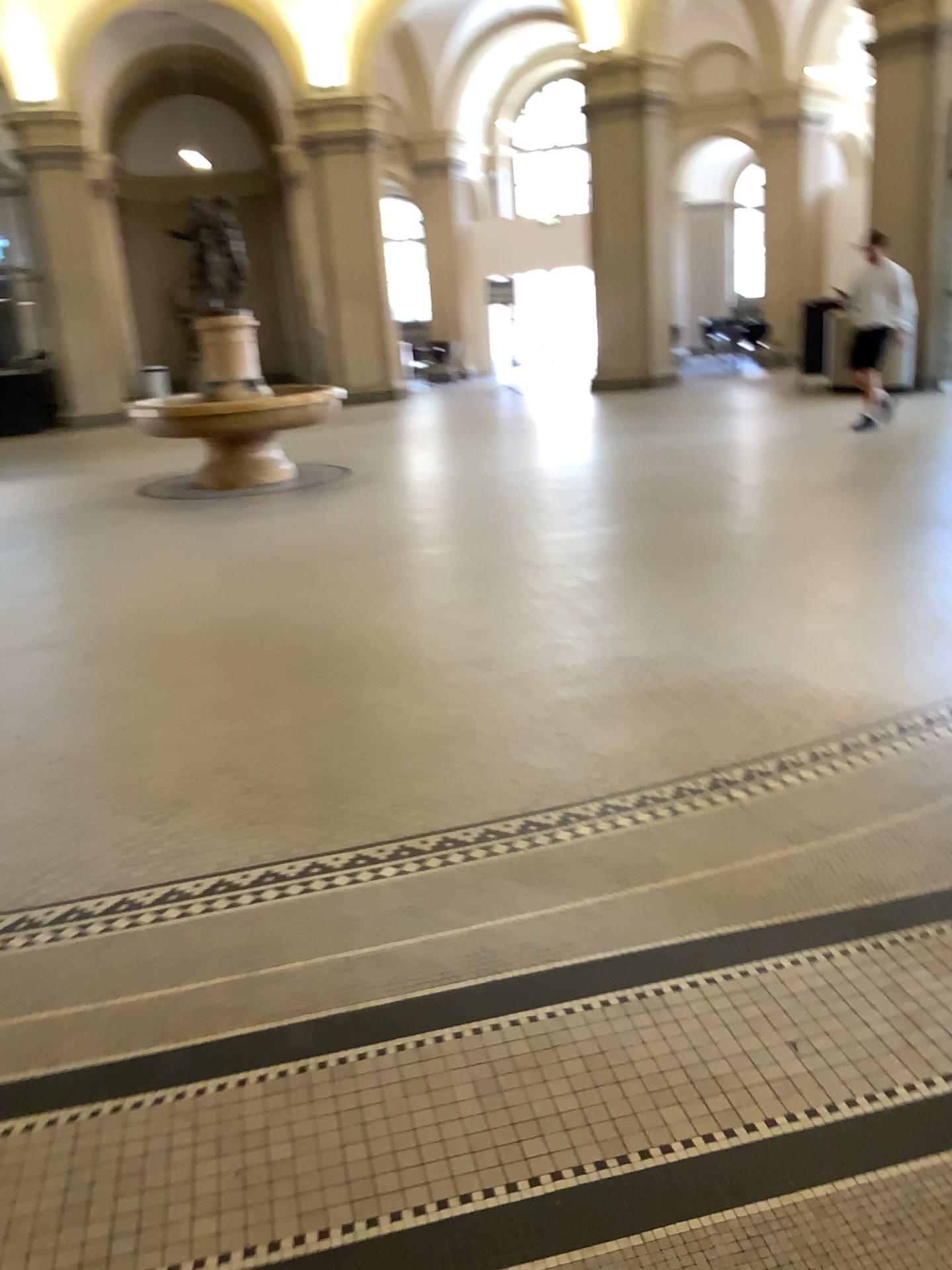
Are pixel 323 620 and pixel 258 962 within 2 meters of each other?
no
